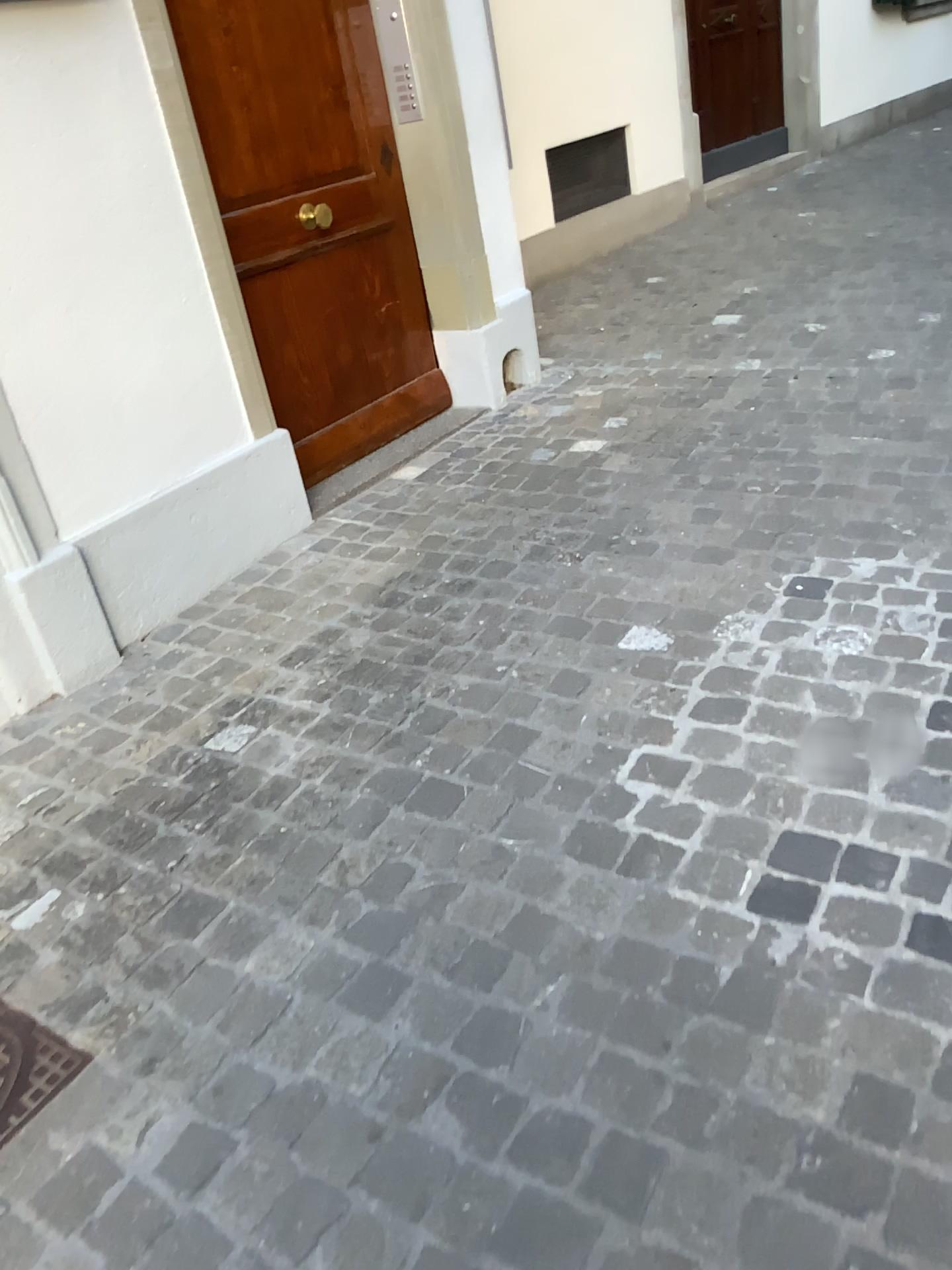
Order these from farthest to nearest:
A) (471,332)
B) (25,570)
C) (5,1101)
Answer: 1. (471,332)
2. (25,570)
3. (5,1101)

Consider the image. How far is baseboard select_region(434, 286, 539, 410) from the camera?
3.9 meters

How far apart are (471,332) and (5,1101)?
3.0 meters

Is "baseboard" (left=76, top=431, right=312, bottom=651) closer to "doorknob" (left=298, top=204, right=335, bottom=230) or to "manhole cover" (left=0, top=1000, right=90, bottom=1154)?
"doorknob" (left=298, top=204, right=335, bottom=230)

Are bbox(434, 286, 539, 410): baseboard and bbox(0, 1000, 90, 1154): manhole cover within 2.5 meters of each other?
no

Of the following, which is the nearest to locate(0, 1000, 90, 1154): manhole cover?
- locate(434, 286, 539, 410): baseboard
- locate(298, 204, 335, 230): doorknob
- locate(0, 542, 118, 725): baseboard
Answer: locate(0, 542, 118, 725): baseboard

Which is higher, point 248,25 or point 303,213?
point 248,25

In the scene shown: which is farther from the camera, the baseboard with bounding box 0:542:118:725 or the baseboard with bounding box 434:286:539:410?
the baseboard with bounding box 434:286:539:410

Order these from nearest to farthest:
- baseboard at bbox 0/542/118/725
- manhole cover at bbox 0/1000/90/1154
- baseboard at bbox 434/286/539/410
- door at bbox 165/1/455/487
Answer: manhole cover at bbox 0/1000/90/1154
baseboard at bbox 0/542/118/725
door at bbox 165/1/455/487
baseboard at bbox 434/286/539/410

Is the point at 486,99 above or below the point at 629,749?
above
